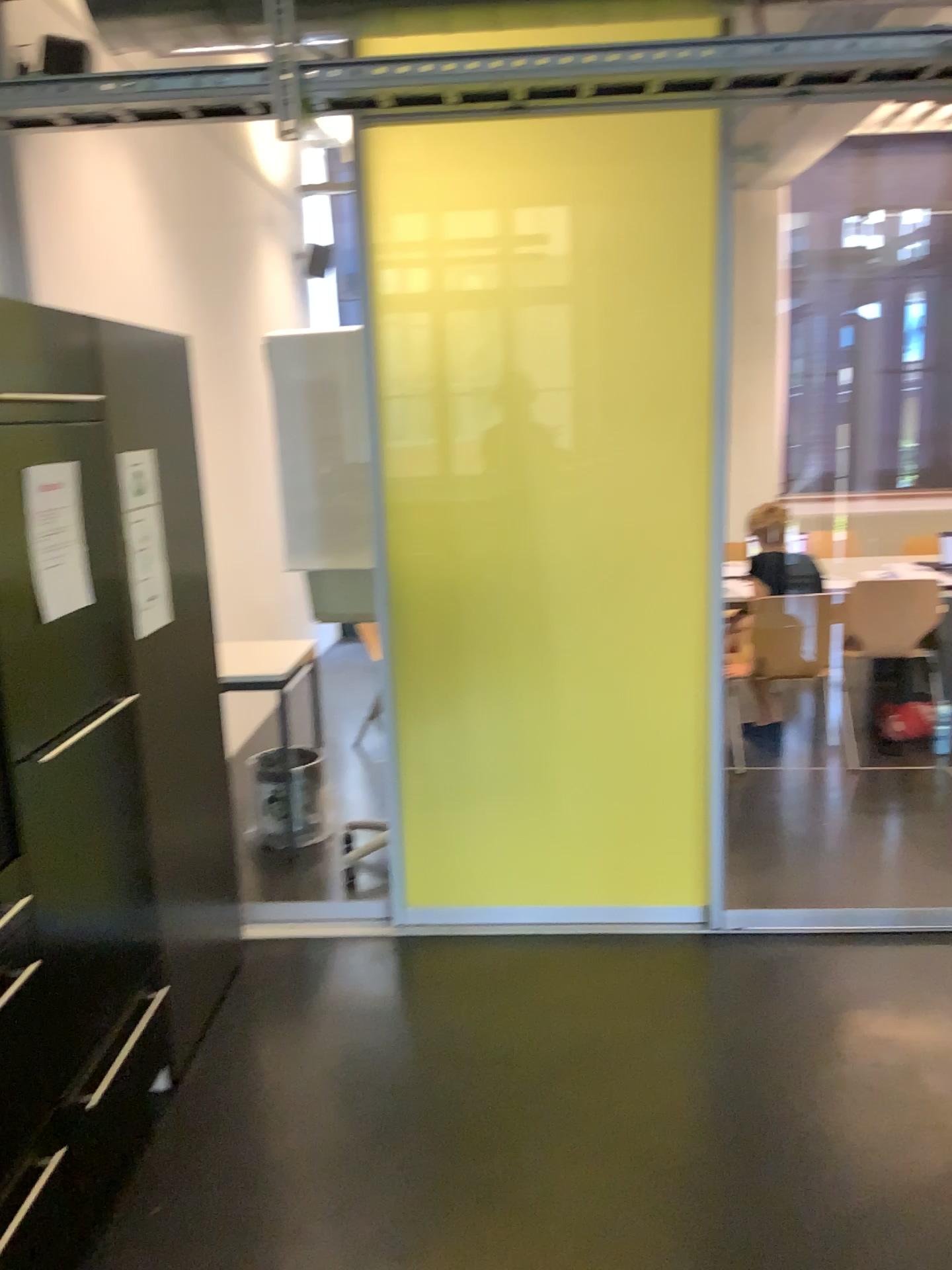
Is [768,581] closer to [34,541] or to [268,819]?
[268,819]

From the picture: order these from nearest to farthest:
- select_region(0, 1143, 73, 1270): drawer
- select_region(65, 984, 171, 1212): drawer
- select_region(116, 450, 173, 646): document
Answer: select_region(0, 1143, 73, 1270): drawer, select_region(65, 984, 171, 1212): drawer, select_region(116, 450, 173, 646): document

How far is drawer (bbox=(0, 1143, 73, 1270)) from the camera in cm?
185

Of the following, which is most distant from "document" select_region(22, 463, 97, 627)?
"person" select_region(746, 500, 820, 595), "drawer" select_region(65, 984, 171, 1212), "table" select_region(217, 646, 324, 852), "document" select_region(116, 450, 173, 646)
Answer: "person" select_region(746, 500, 820, 595)

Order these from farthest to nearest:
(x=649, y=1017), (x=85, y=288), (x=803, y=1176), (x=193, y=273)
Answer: (x=193, y=273), (x=85, y=288), (x=649, y=1017), (x=803, y=1176)

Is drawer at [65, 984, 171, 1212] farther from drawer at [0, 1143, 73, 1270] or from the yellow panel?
the yellow panel

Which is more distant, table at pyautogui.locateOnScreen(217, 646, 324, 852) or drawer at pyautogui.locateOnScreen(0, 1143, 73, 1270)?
table at pyautogui.locateOnScreen(217, 646, 324, 852)

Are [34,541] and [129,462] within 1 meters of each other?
yes

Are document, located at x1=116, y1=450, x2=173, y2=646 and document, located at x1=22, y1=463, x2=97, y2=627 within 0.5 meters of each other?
yes

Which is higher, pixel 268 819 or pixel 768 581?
pixel 768 581
